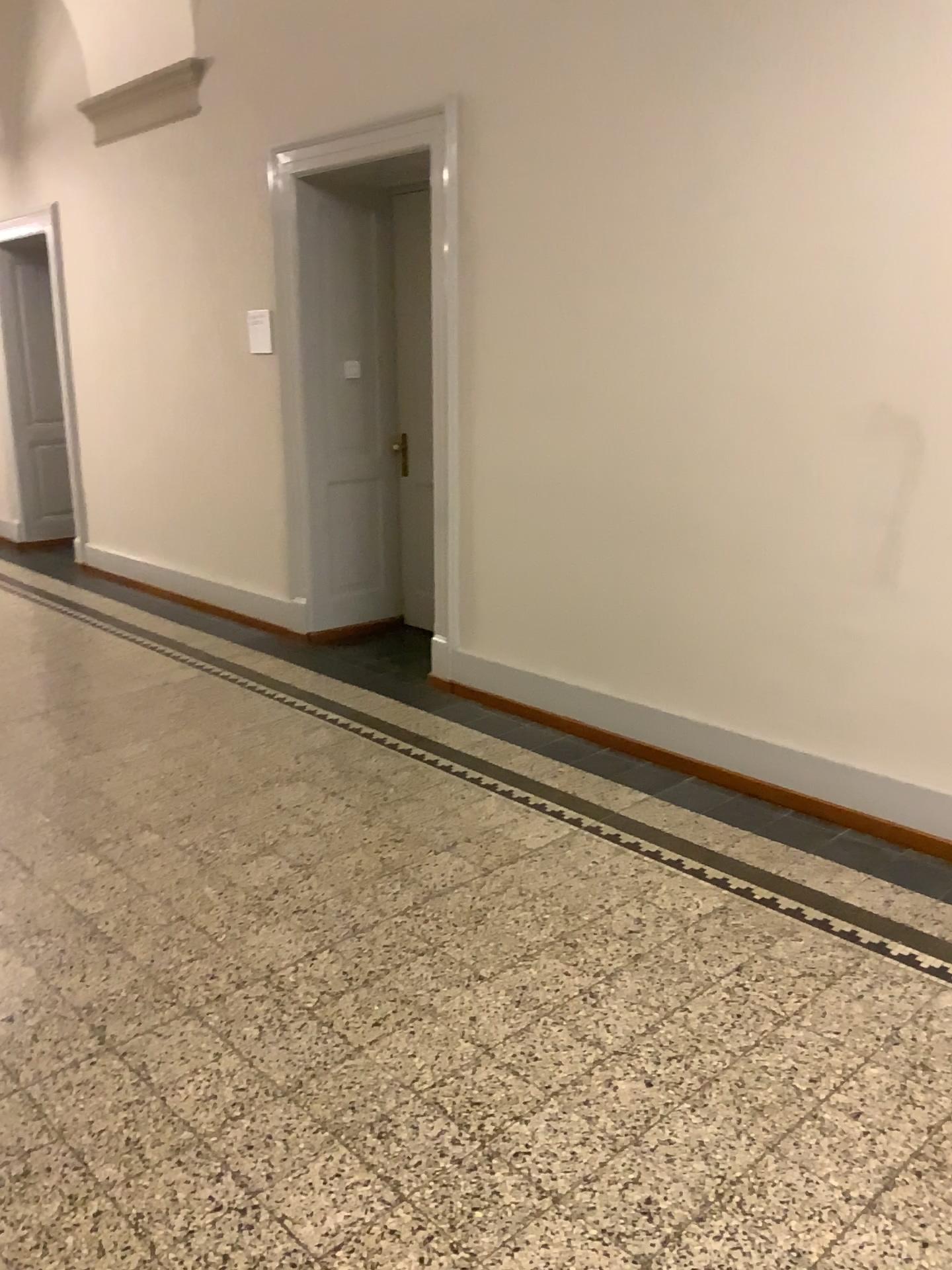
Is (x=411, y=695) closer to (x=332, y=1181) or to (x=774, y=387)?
(x=774, y=387)
